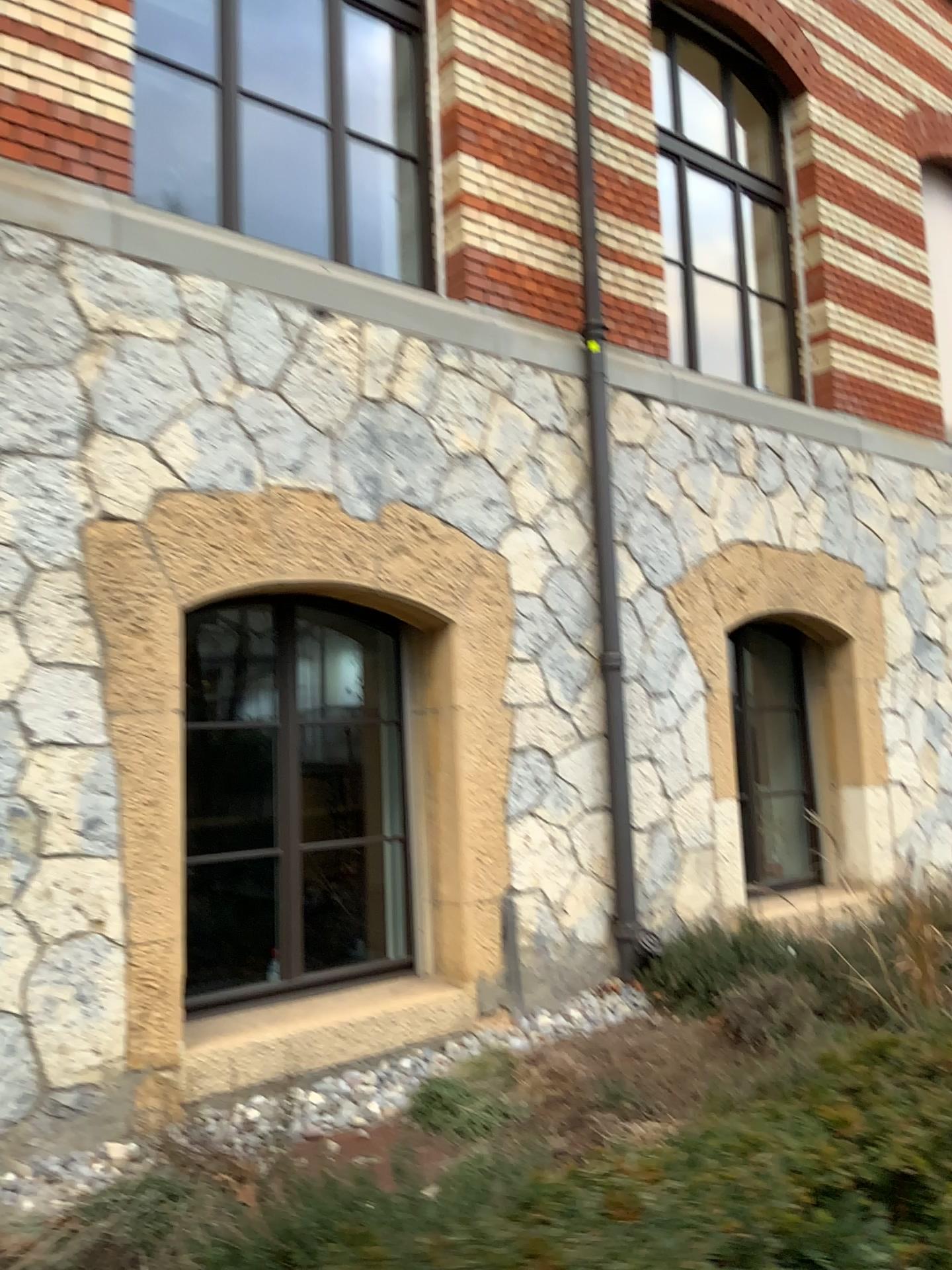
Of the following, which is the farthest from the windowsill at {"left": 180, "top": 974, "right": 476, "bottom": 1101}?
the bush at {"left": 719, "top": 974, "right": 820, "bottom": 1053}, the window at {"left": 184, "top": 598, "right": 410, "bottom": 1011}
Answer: the bush at {"left": 719, "top": 974, "right": 820, "bottom": 1053}

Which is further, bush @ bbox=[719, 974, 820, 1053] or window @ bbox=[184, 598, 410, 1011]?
window @ bbox=[184, 598, 410, 1011]

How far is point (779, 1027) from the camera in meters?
3.9

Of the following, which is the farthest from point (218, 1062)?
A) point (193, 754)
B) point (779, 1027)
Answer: point (779, 1027)

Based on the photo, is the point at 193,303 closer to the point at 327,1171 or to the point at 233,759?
the point at 233,759

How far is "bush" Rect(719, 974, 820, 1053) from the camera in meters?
3.9

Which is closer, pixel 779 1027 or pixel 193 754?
pixel 779 1027

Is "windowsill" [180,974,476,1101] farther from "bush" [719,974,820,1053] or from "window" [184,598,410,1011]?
"bush" [719,974,820,1053]

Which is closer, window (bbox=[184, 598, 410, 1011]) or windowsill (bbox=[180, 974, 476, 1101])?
windowsill (bbox=[180, 974, 476, 1101])
